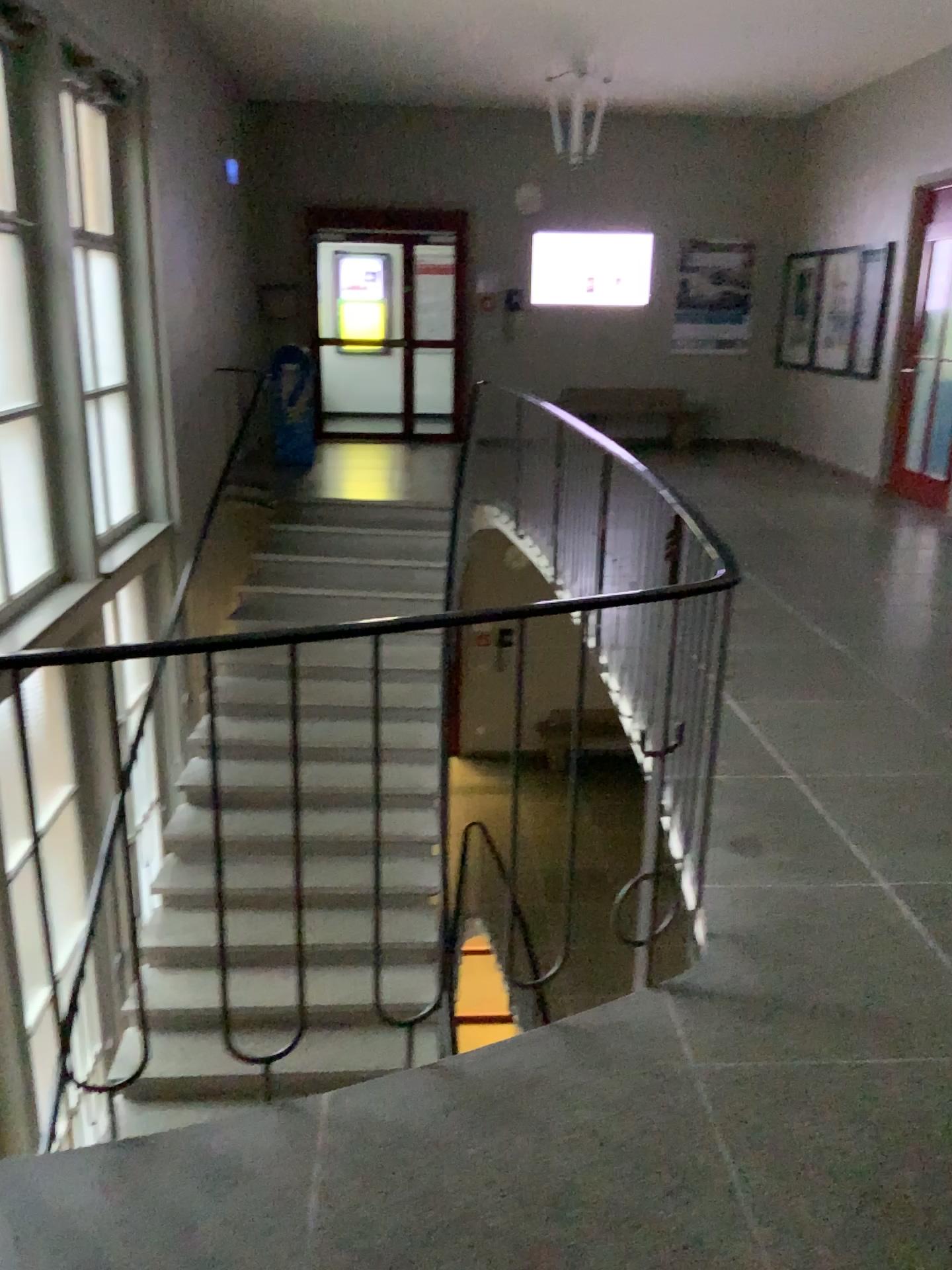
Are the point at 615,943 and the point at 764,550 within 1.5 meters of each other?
no
